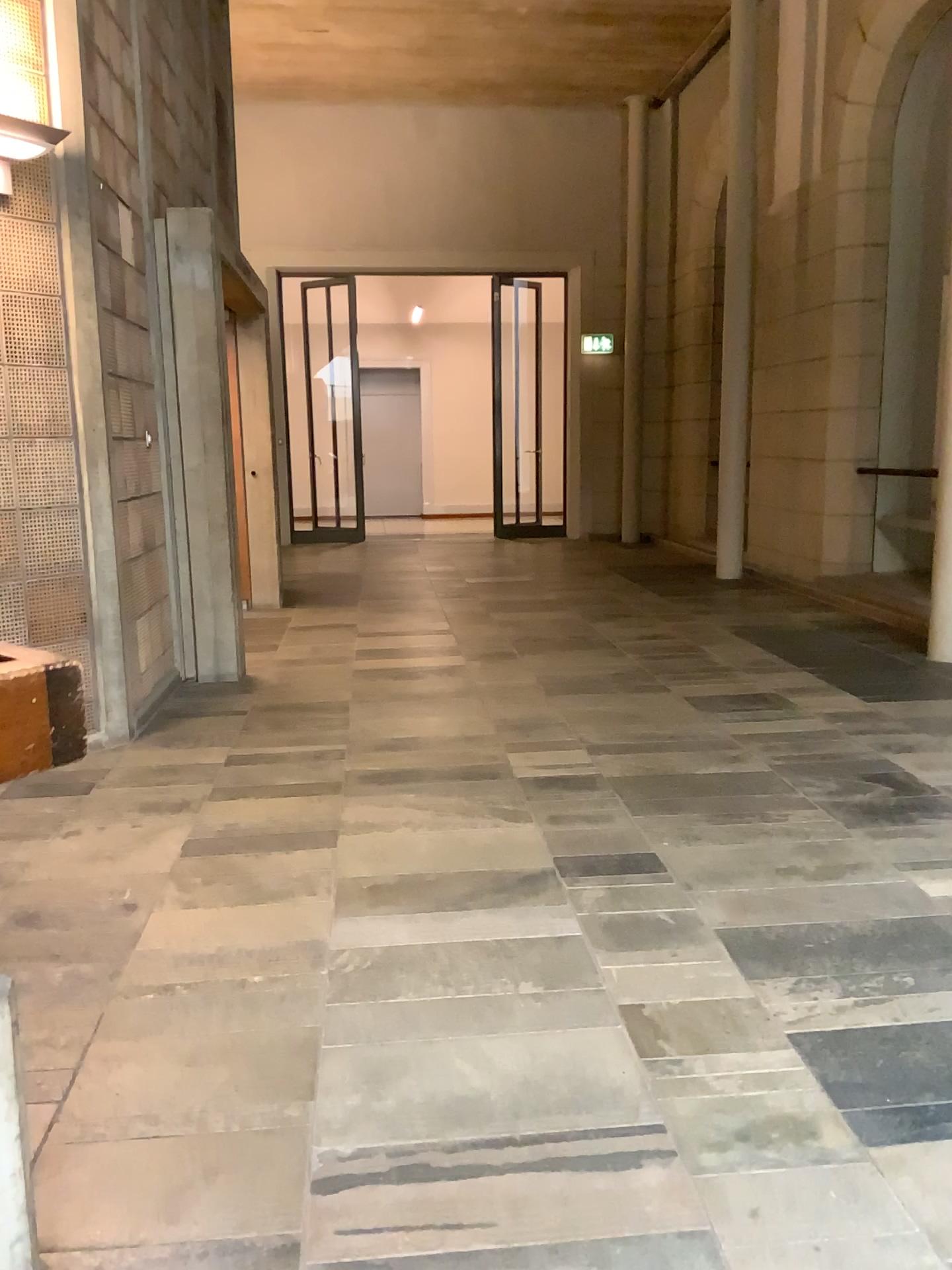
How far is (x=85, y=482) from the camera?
4.0m
